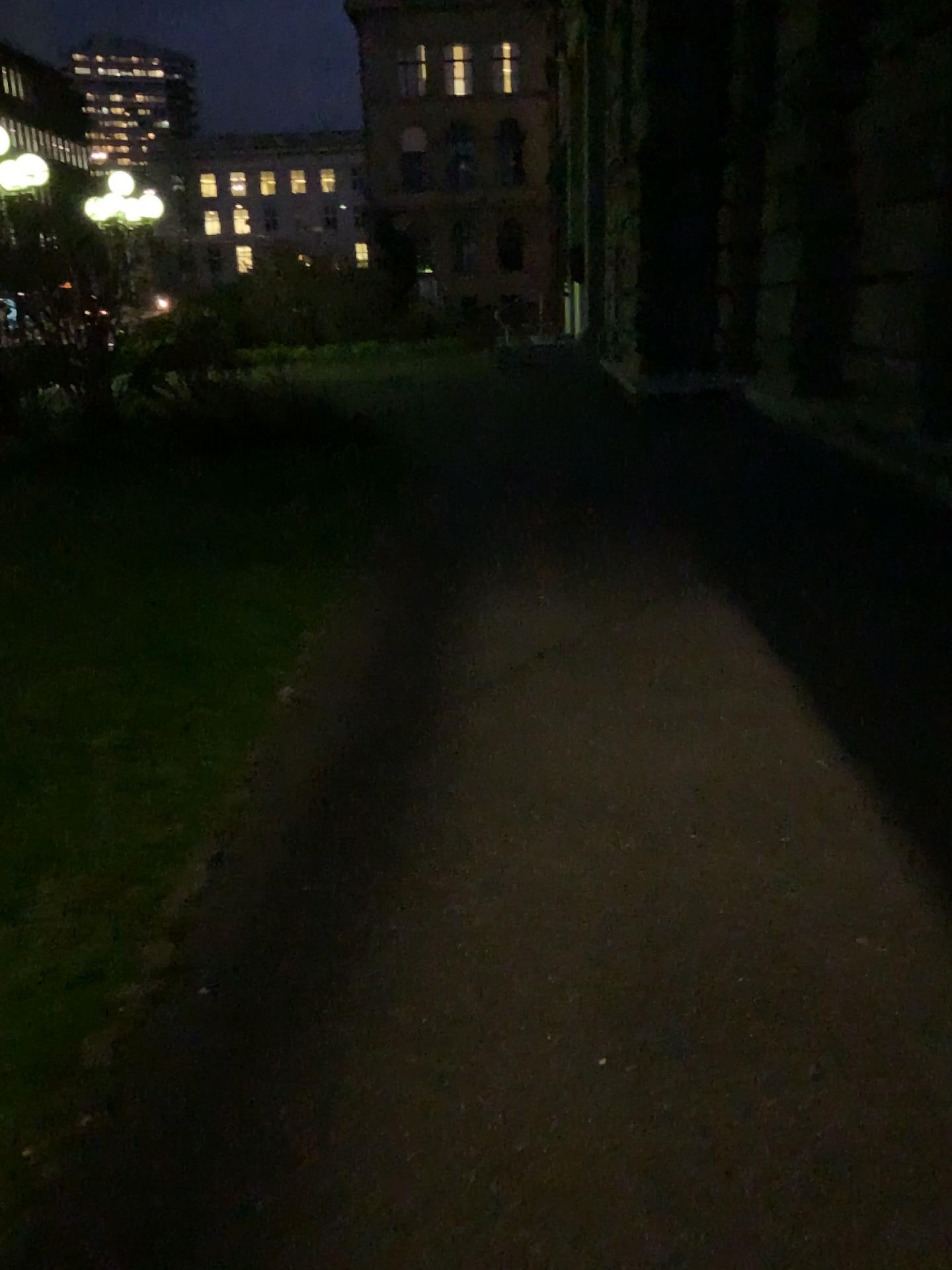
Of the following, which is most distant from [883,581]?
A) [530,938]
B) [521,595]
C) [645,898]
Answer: [530,938]
